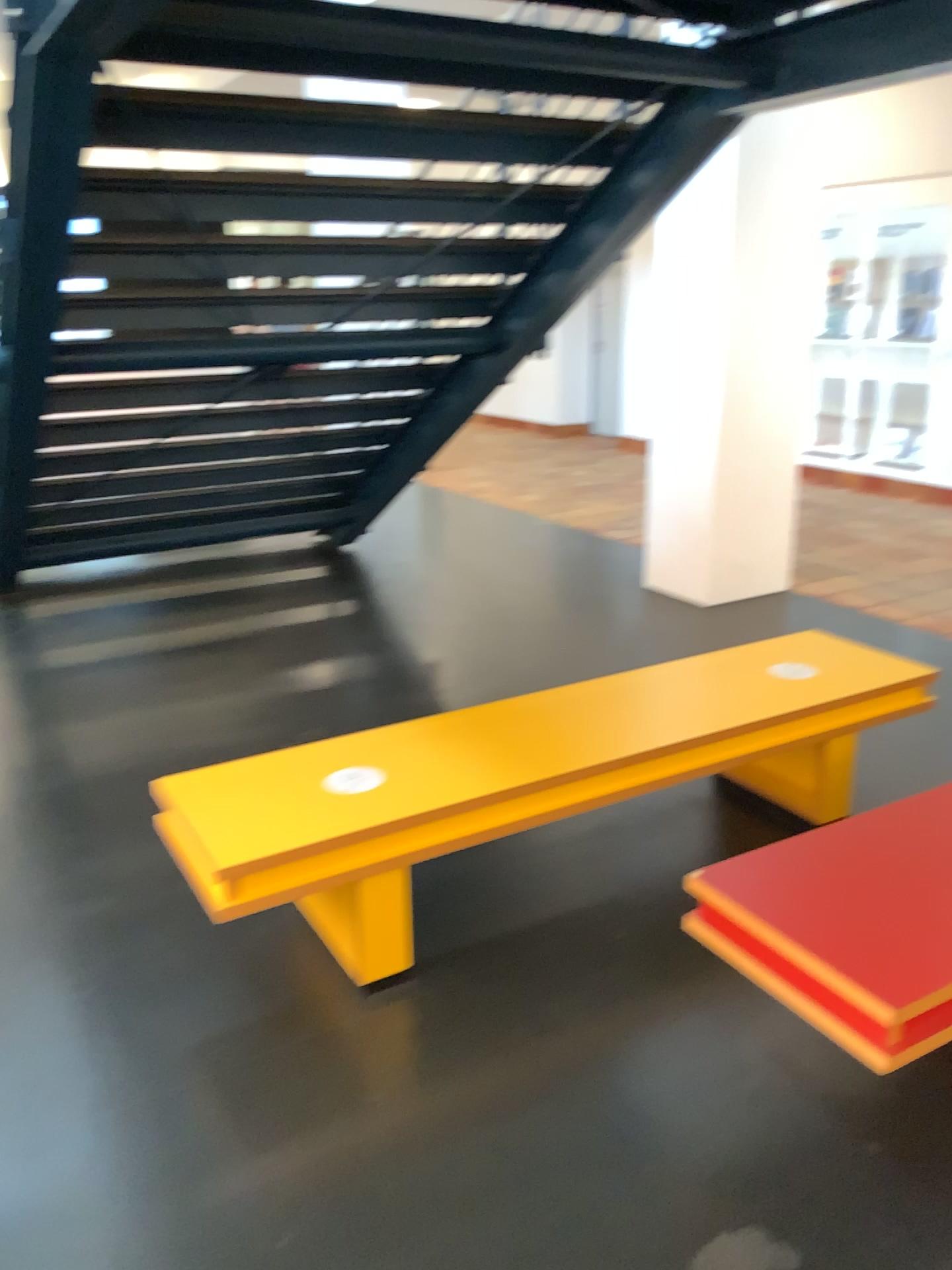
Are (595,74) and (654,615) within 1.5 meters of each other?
no
